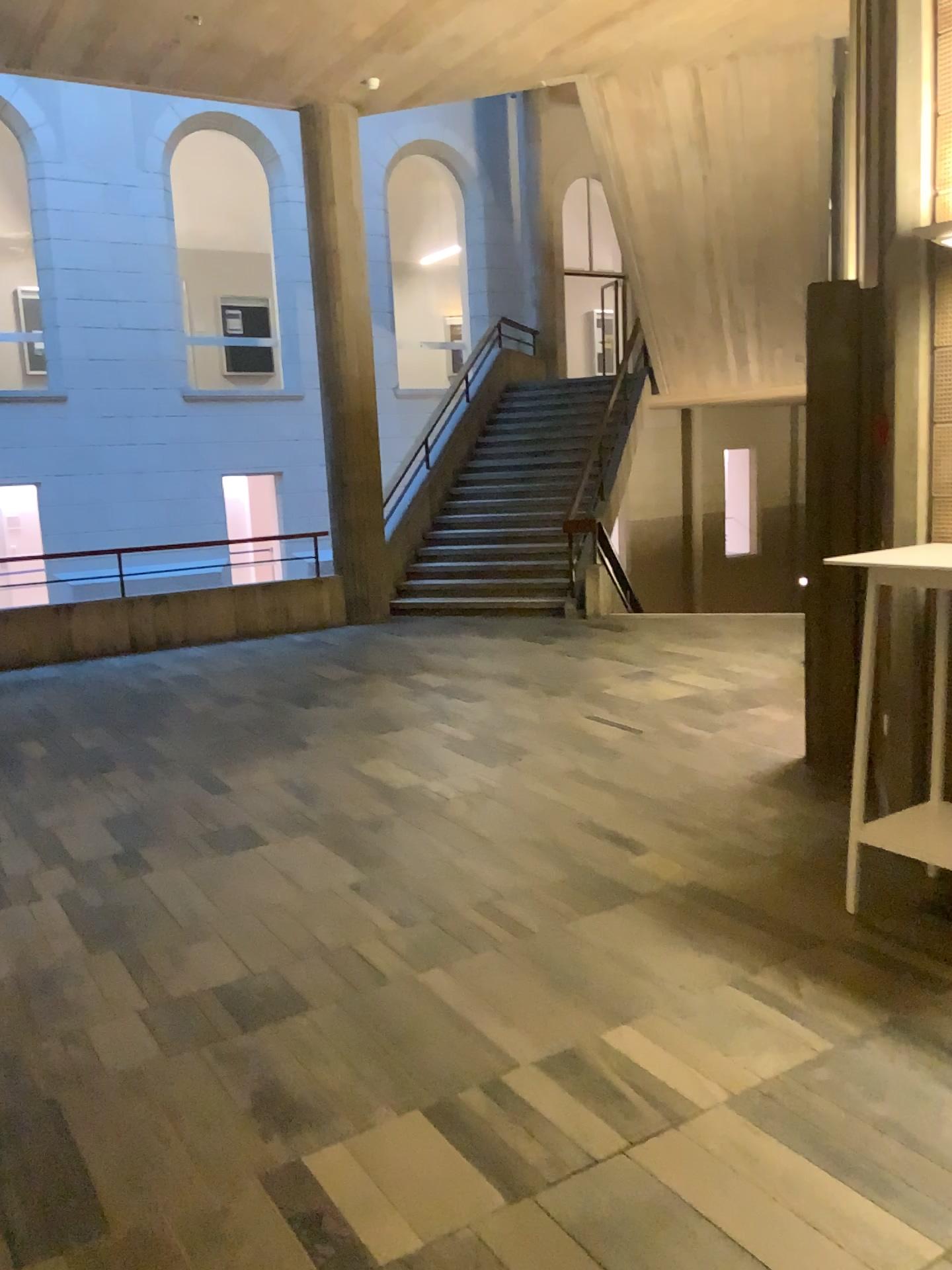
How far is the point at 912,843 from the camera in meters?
3.4 m

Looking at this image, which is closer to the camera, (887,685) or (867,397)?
(887,685)

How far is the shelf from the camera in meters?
3.4 m
